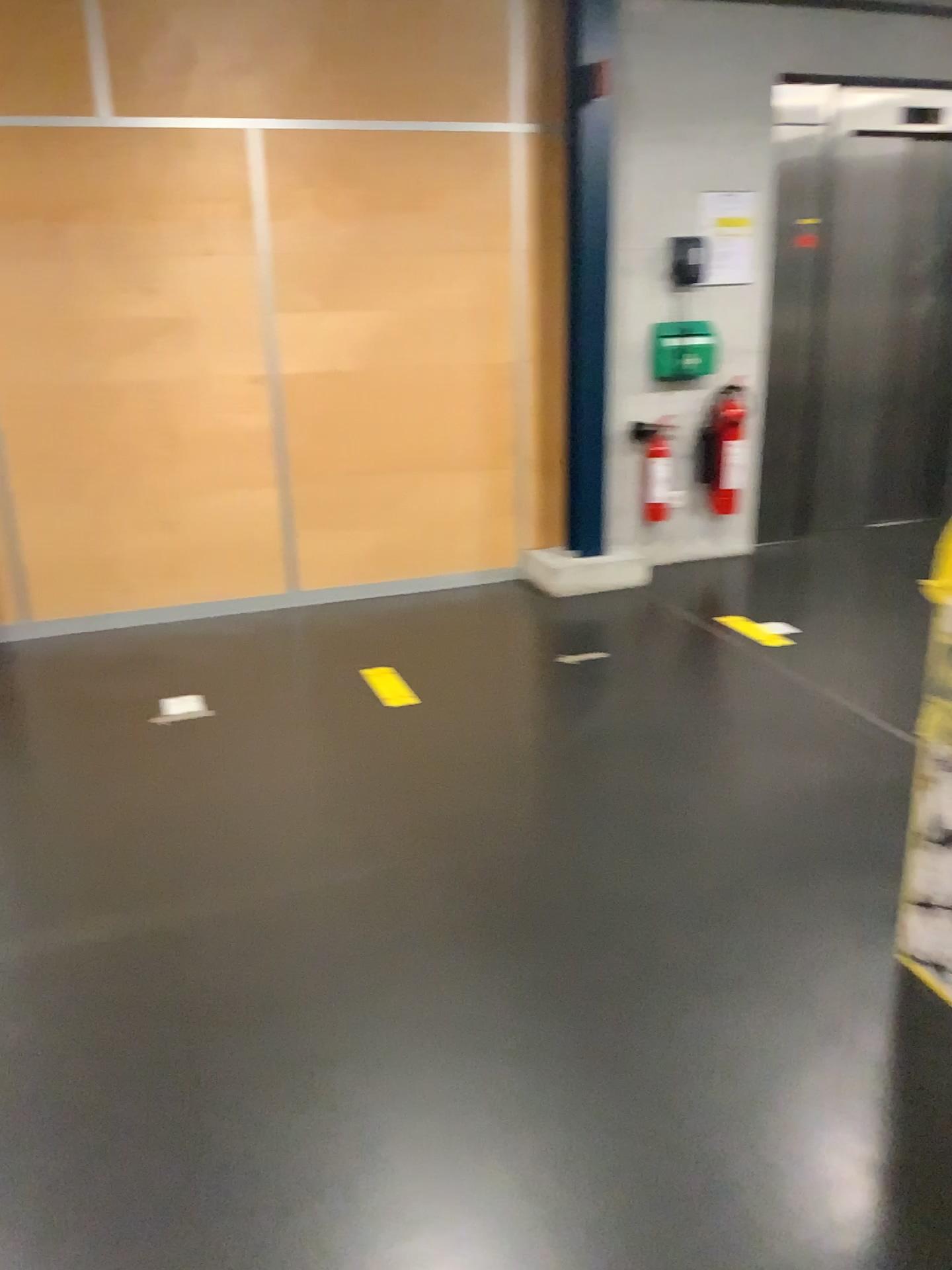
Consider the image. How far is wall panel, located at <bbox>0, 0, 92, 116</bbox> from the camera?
3.98m

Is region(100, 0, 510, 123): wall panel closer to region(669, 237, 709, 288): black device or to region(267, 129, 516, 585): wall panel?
region(267, 129, 516, 585): wall panel

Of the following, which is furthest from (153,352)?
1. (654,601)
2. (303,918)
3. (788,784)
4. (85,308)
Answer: (788,784)

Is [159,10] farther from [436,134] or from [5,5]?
[436,134]

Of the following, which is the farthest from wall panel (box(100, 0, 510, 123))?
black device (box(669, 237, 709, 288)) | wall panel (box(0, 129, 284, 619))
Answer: black device (box(669, 237, 709, 288))

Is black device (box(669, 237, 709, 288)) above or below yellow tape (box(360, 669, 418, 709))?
above

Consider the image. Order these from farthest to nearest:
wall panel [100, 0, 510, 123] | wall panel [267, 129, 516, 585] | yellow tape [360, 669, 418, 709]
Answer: wall panel [267, 129, 516, 585] < wall panel [100, 0, 510, 123] < yellow tape [360, 669, 418, 709]

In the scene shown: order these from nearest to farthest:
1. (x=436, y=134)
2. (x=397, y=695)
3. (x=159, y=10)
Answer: (x=397, y=695) < (x=159, y=10) < (x=436, y=134)

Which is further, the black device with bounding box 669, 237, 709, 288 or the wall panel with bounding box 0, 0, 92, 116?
the black device with bounding box 669, 237, 709, 288

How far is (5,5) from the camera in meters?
4.0
